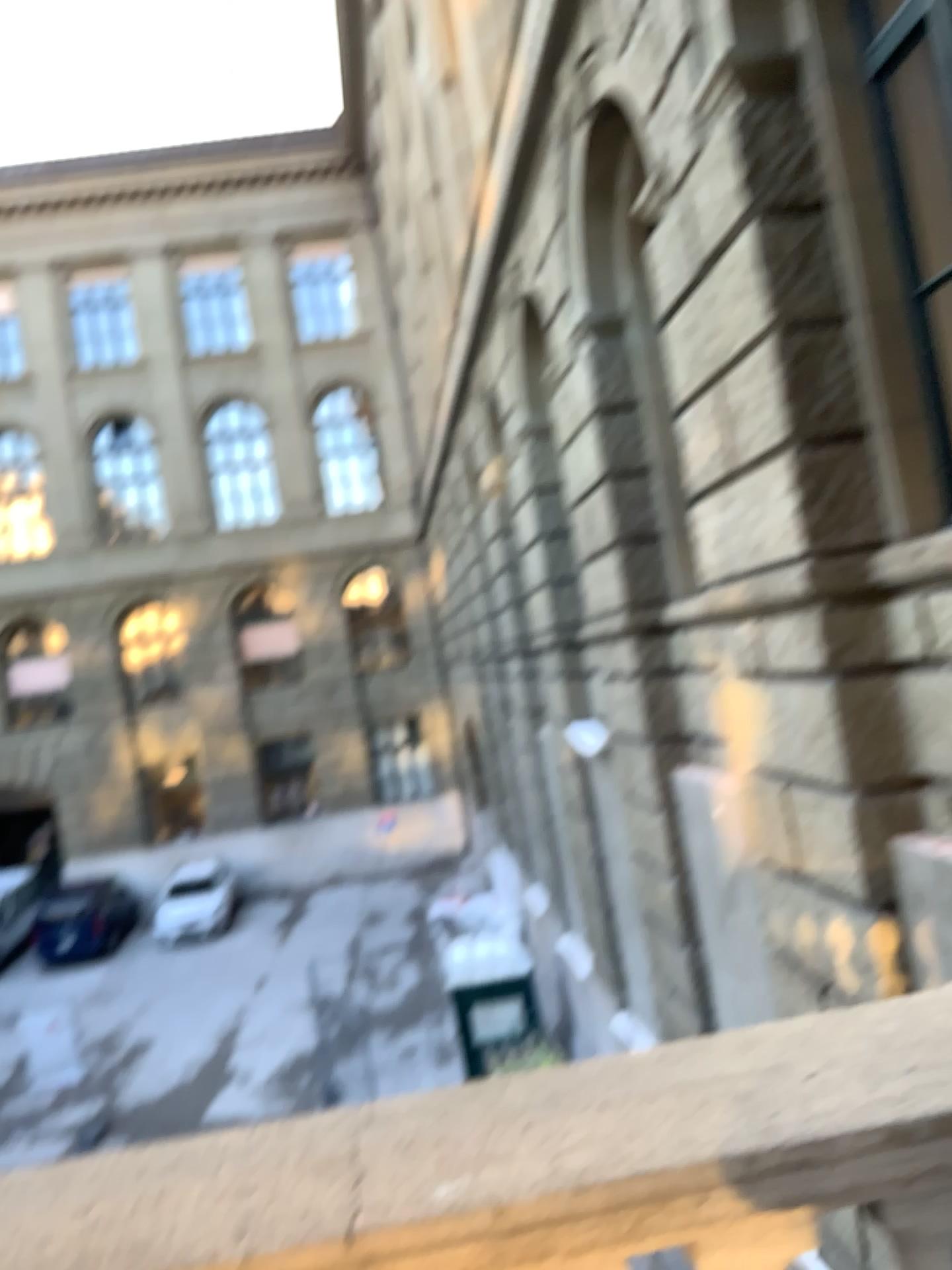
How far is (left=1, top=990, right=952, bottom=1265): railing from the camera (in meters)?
1.09

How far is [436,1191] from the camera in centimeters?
109cm

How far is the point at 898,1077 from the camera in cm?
120
